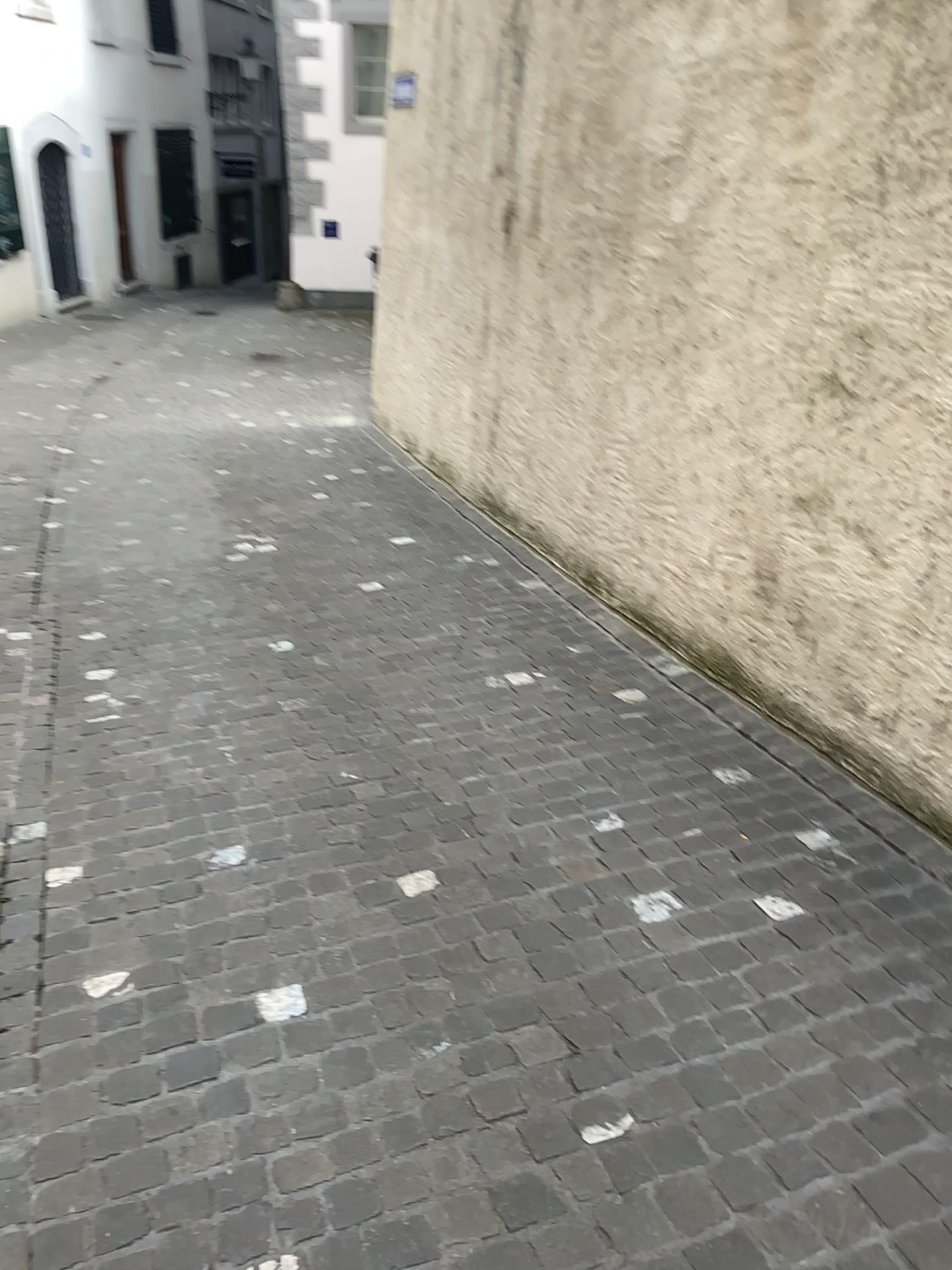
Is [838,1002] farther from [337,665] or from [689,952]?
[337,665]
